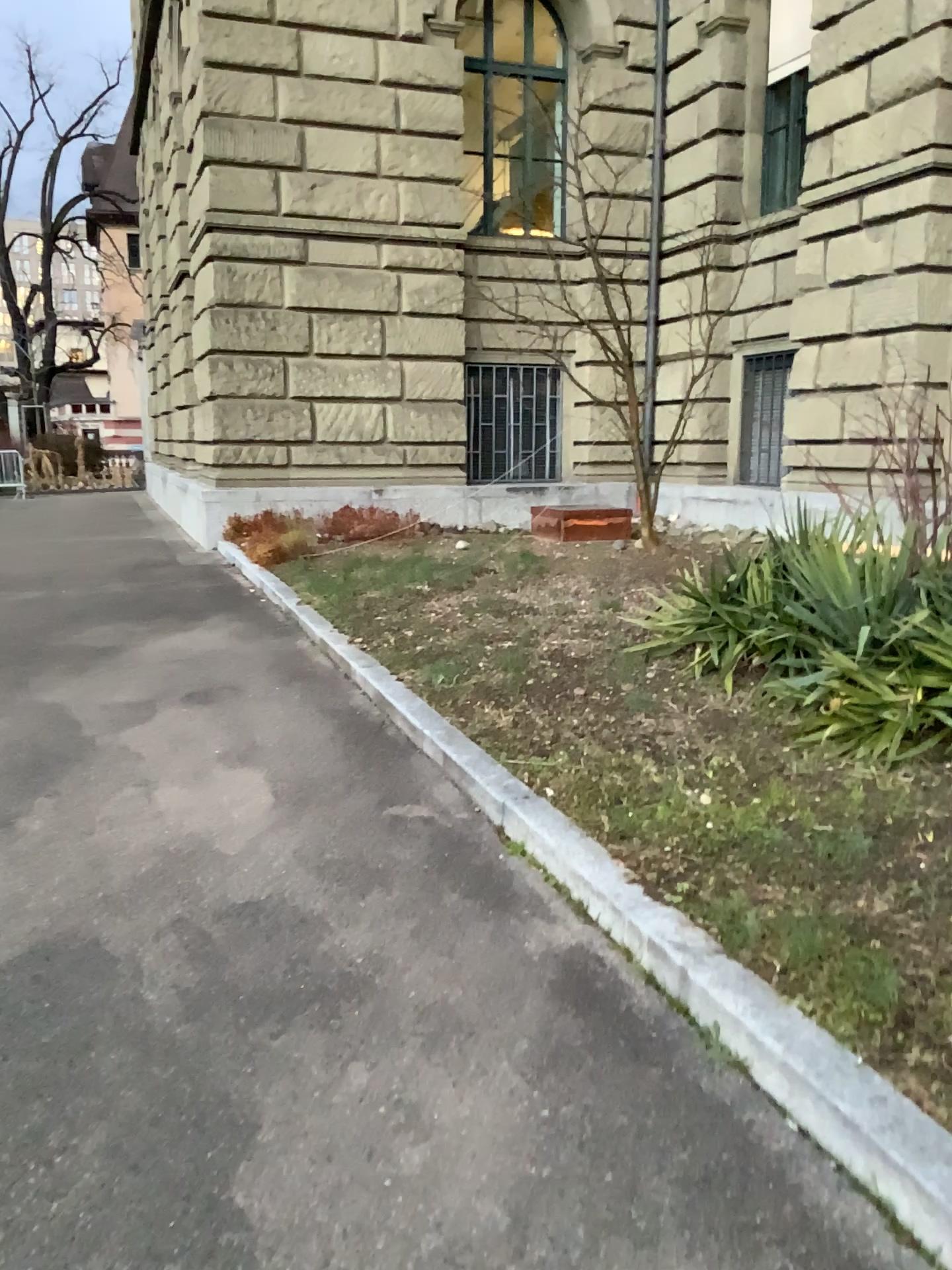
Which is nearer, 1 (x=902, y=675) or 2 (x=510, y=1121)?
2 (x=510, y=1121)
